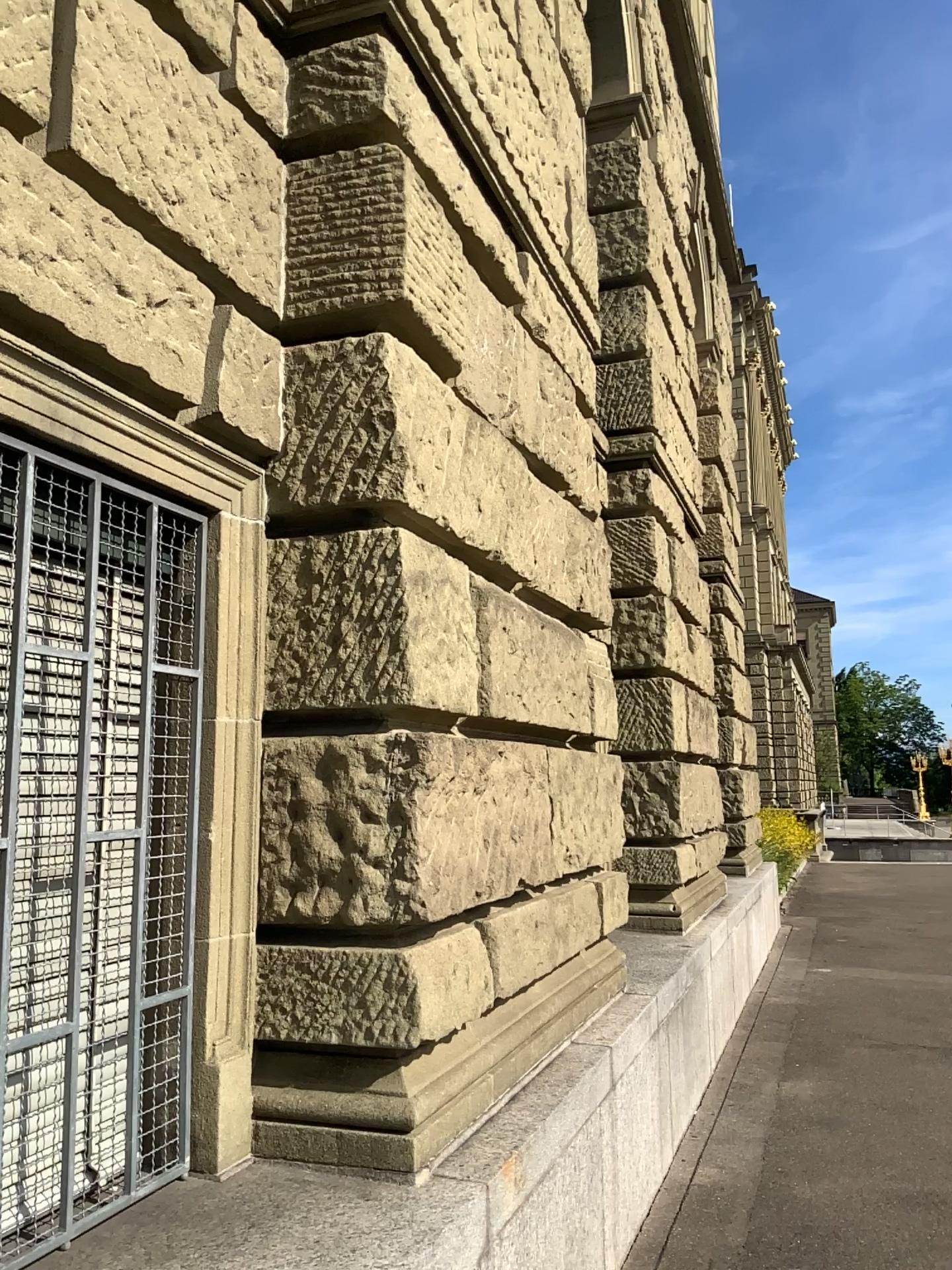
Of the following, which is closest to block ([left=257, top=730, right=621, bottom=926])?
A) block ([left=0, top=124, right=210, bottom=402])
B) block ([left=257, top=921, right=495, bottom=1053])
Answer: block ([left=257, top=921, right=495, bottom=1053])

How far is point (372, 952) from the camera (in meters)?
2.43

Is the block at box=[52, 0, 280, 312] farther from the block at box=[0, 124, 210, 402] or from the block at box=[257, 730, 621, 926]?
the block at box=[257, 730, 621, 926]

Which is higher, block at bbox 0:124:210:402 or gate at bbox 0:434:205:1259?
block at bbox 0:124:210:402

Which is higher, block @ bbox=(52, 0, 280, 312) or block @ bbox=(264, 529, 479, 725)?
Answer: block @ bbox=(52, 0, 280, 312)

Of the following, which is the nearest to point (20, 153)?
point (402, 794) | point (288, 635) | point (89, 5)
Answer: point (89, 5)

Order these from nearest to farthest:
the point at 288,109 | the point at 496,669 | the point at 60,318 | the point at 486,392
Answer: the point at 60,318
the point at 288,109
the point at 496,669
the point at 486,392

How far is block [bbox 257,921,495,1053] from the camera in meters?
2.4 m

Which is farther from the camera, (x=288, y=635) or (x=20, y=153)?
(x=288, y=635)

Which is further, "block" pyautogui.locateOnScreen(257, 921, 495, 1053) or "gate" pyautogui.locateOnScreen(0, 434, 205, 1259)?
"block" pyautogui.locateOnScreen(257, 921, 495, 1053)
